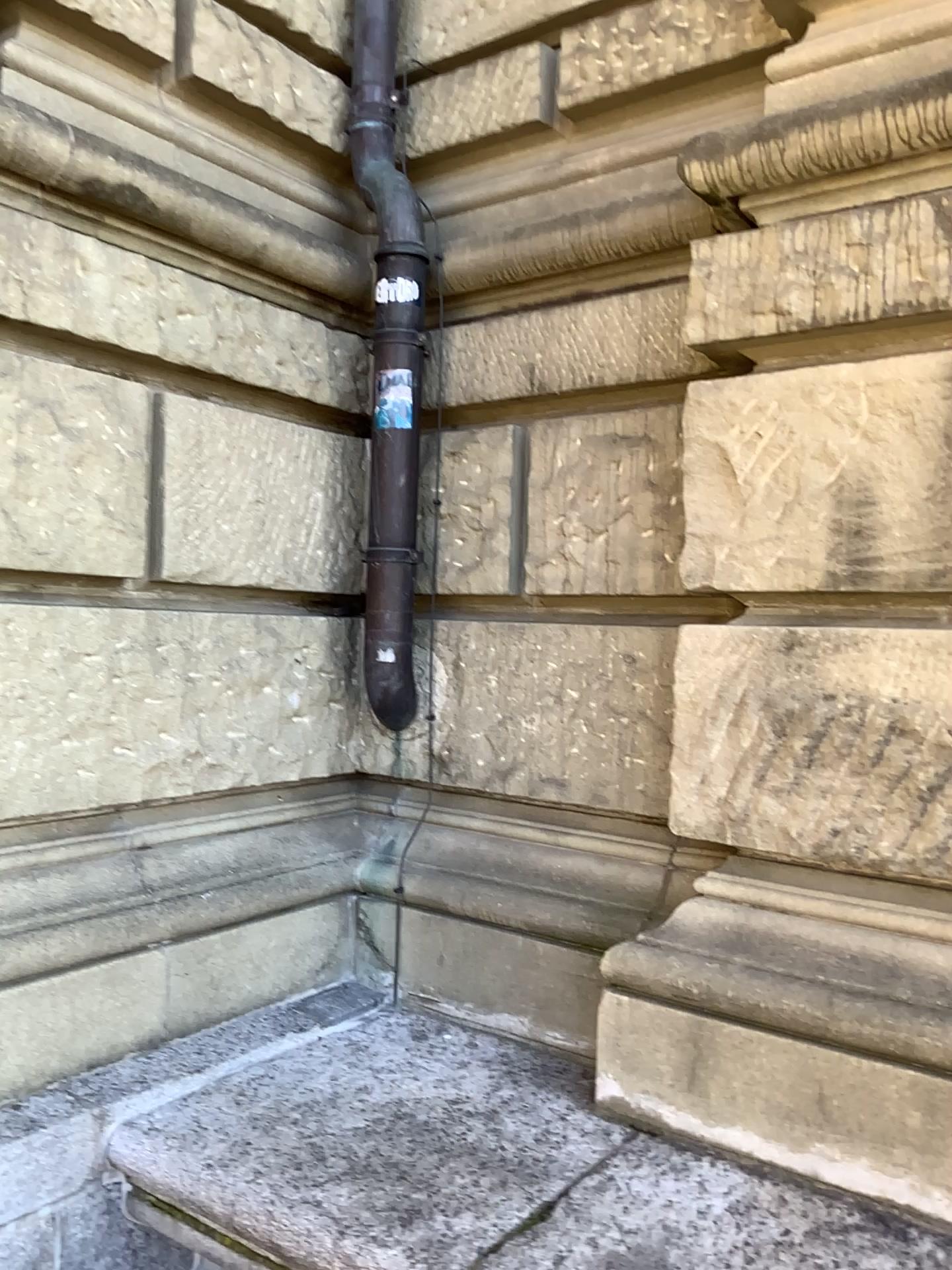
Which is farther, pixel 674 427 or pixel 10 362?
pixel 674 427

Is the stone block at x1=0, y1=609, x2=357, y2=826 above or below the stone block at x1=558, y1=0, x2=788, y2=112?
below

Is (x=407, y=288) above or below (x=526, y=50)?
below

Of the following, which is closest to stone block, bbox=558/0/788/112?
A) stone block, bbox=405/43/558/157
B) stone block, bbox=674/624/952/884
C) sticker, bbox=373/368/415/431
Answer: stone block, bbox=405/43/558/157

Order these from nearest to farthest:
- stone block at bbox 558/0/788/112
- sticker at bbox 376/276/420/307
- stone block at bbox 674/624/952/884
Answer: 1. stone block at bbox 674/624/952/884
2. stone block at bbox 558/0/788/112
3. sticker at bbox 376/276/420/307

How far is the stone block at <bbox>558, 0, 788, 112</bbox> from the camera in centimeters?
241cm

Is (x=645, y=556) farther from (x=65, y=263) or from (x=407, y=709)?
(x=65, y=263)

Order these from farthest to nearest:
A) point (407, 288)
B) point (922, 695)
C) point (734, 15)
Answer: point (407, 288), point (734, 15), point (922, 695)

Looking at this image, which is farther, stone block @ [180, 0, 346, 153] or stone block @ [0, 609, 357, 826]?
stone block @ [180, 0, 346, 153]

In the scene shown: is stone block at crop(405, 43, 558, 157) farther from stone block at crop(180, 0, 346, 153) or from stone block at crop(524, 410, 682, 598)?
stone block at crop(524, 410, 682, 598)
